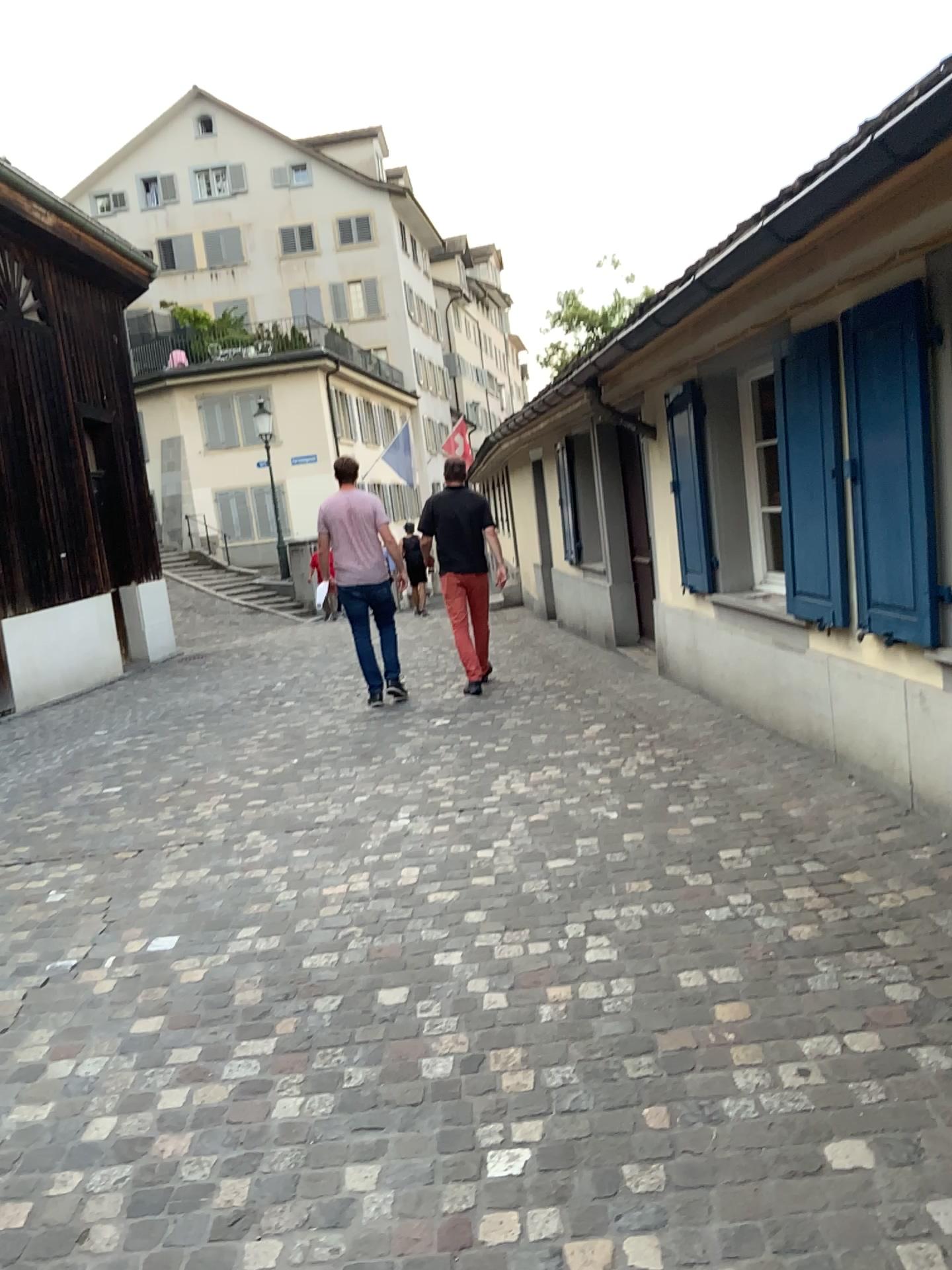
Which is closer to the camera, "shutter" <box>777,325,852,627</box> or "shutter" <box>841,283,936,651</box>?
"shutter" <box>841,283,936,651</box>

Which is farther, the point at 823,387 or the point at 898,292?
the point at 823,387

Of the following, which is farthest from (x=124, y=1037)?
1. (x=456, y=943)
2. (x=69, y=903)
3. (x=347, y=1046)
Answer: (x=69, y=903)
